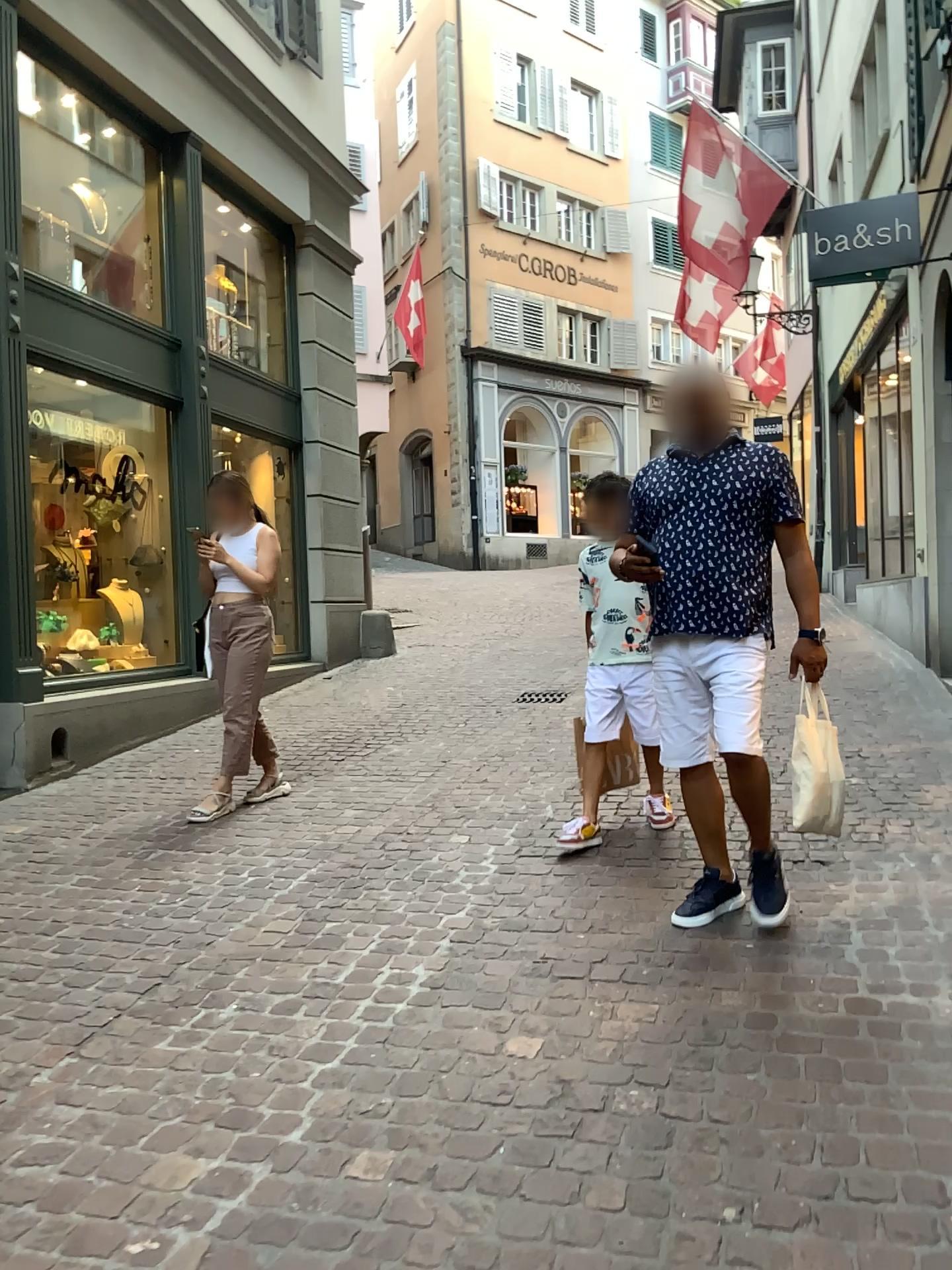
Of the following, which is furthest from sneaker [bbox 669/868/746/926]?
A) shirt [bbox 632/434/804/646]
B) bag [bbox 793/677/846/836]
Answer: shirt [bbox 632/434/804/646]

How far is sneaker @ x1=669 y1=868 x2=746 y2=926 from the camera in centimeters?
320cm

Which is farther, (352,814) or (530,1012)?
(352,814)

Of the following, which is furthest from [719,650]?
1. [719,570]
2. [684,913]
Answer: [684,913]

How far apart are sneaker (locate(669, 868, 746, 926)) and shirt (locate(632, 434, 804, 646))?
0.82m

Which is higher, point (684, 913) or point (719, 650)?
point (719, 650)

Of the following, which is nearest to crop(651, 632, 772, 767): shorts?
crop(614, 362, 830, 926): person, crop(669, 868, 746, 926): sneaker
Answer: crop(614, 362, 830, 926): person

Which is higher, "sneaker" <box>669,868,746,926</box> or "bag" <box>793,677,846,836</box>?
"bag" <box>793,677,846,836</box>

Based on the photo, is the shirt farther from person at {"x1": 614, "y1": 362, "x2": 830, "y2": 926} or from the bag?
the bag

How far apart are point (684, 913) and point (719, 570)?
1.0 meters
